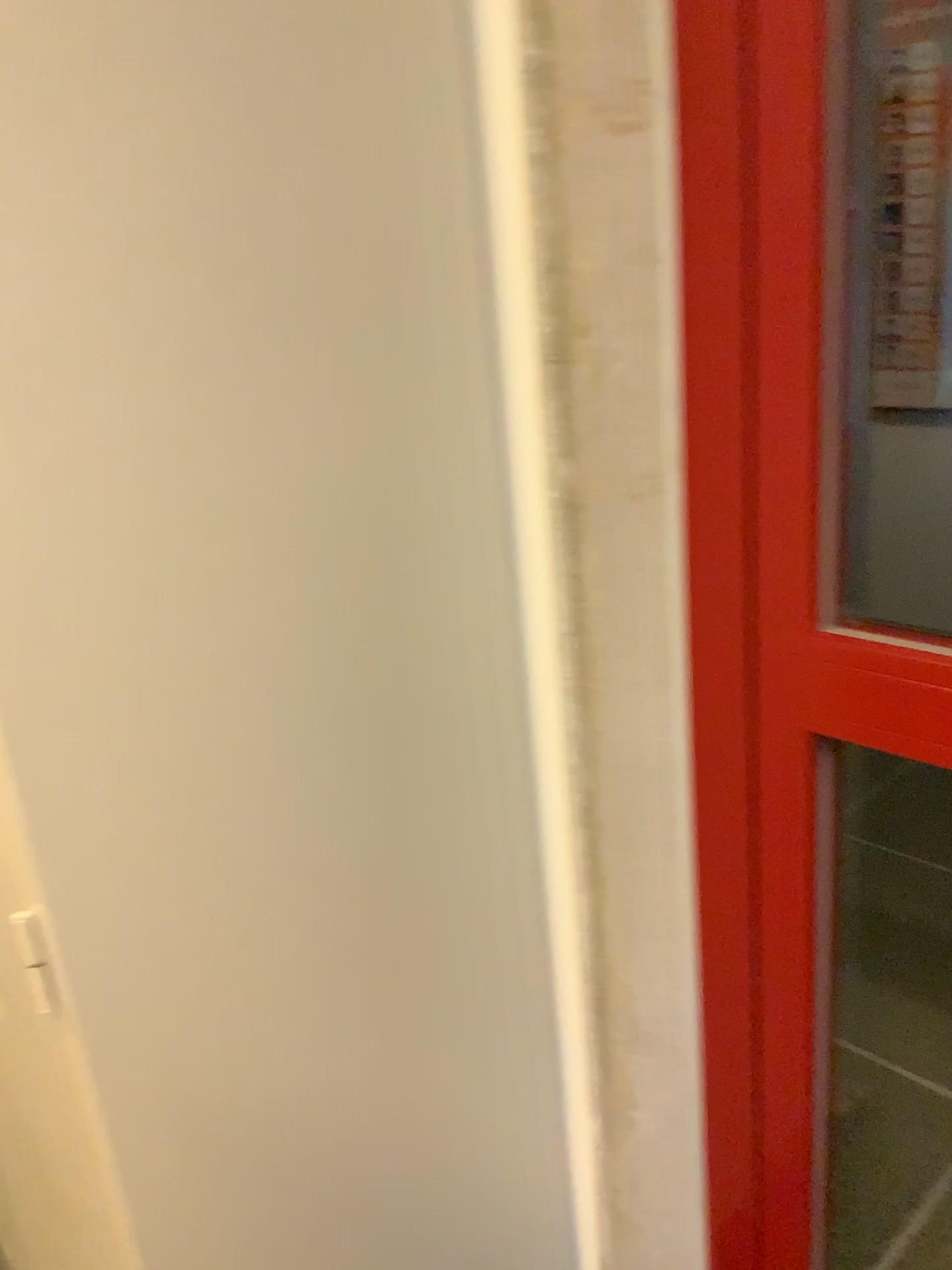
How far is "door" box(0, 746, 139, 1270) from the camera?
0.9 meters

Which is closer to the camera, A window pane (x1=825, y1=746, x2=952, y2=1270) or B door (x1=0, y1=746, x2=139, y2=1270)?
B door (x1=0, y1=746, x2=139, y2=1270)

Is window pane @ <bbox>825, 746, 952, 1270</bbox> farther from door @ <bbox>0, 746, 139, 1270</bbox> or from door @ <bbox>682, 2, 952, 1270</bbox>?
door @ <bbox>0, 746, 139, 1270</bbox>

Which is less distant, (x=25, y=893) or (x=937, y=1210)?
(x=25, y=893)

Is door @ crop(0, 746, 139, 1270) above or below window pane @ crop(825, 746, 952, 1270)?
above

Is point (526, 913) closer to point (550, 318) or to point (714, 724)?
point (714, 724)

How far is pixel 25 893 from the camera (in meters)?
0.87

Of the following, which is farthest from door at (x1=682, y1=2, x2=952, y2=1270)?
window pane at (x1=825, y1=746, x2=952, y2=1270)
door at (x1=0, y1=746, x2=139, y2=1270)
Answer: door at (x1=0, y1=746, x2=139, y2=1270)

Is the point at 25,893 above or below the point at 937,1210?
above
